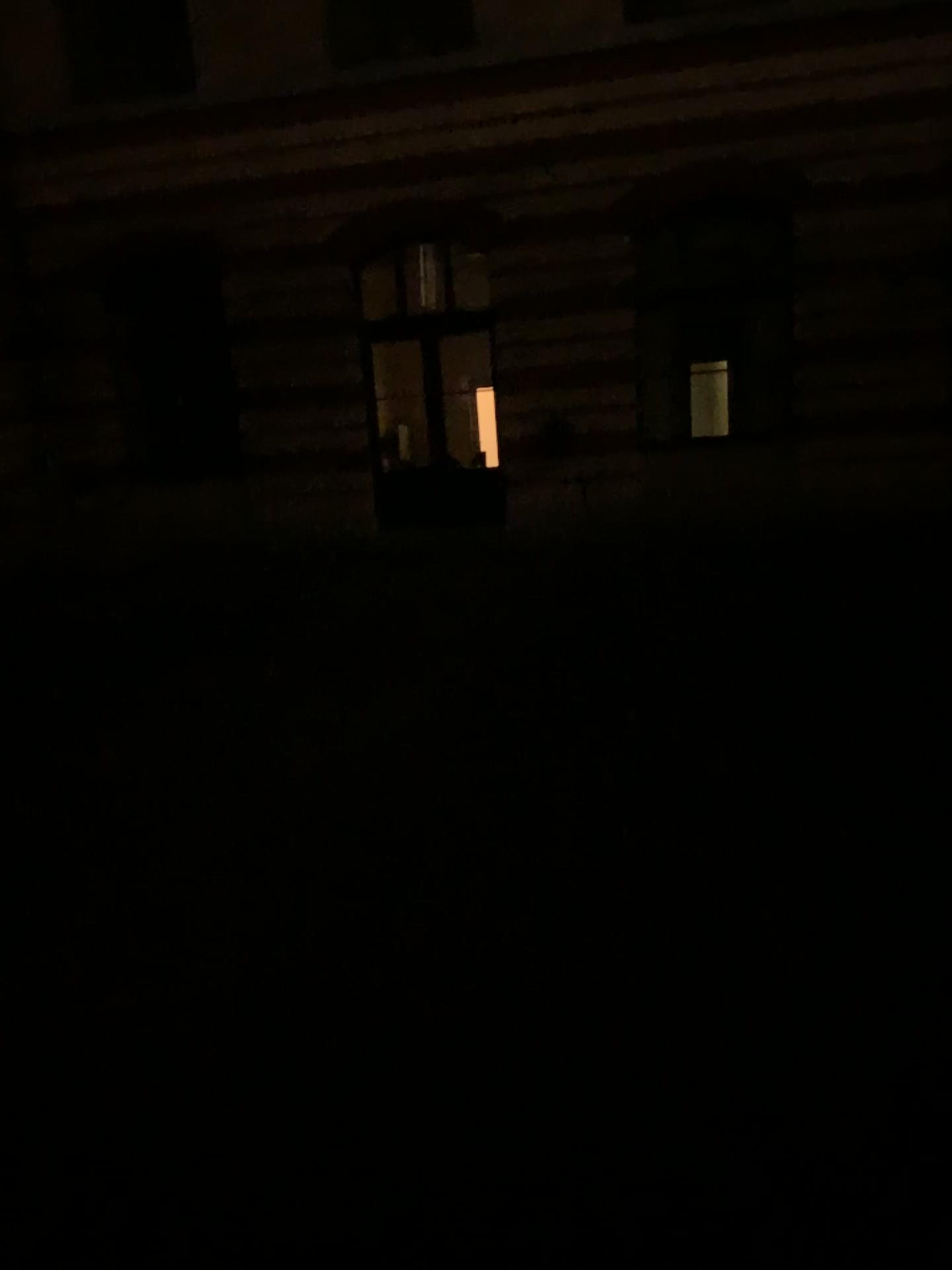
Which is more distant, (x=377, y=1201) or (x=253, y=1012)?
(x=253, y=1012)
